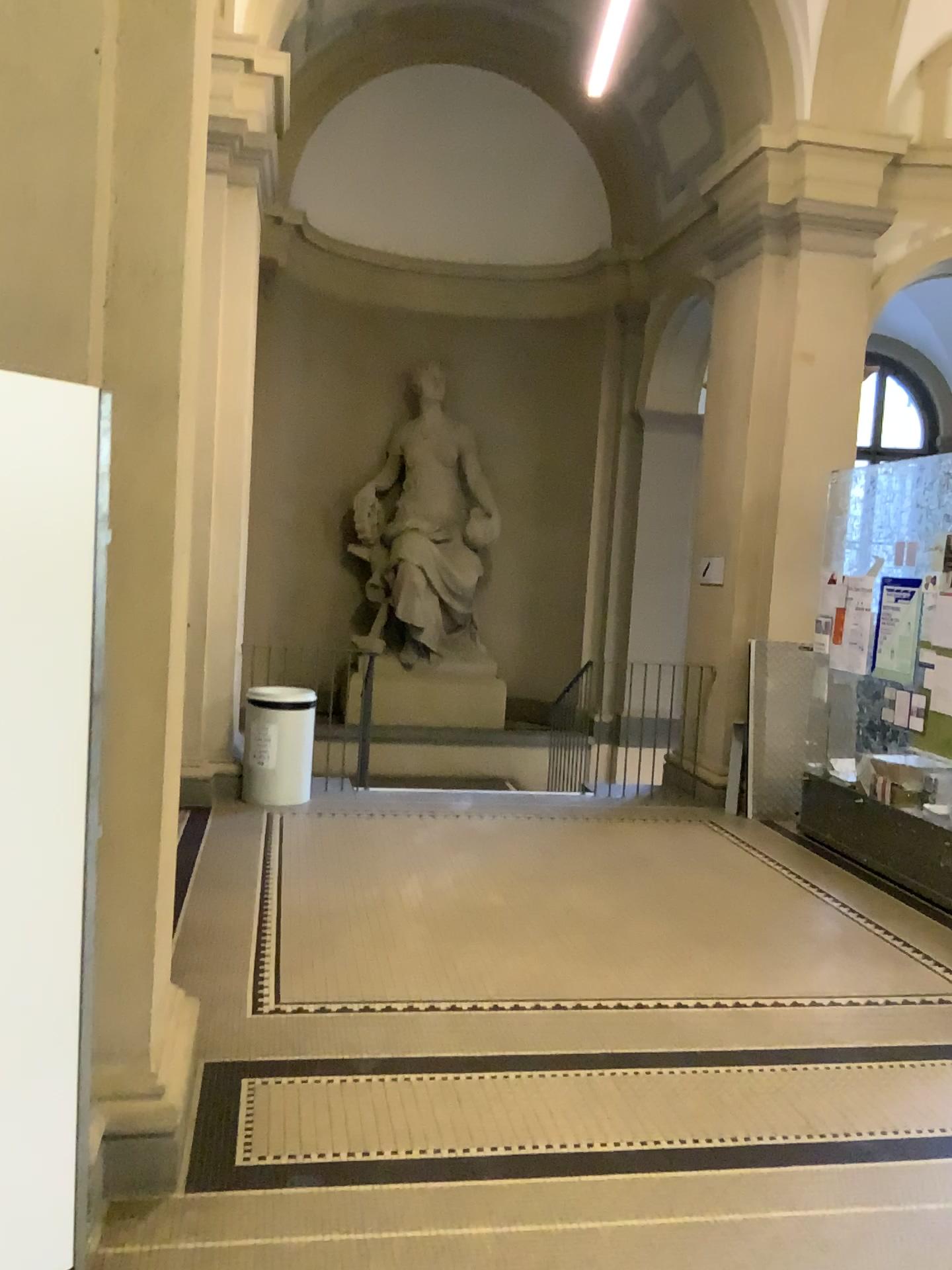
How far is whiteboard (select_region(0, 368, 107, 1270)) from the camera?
2.0 meters

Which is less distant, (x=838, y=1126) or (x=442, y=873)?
(x=838, y=1126)

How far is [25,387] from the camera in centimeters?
200cm
